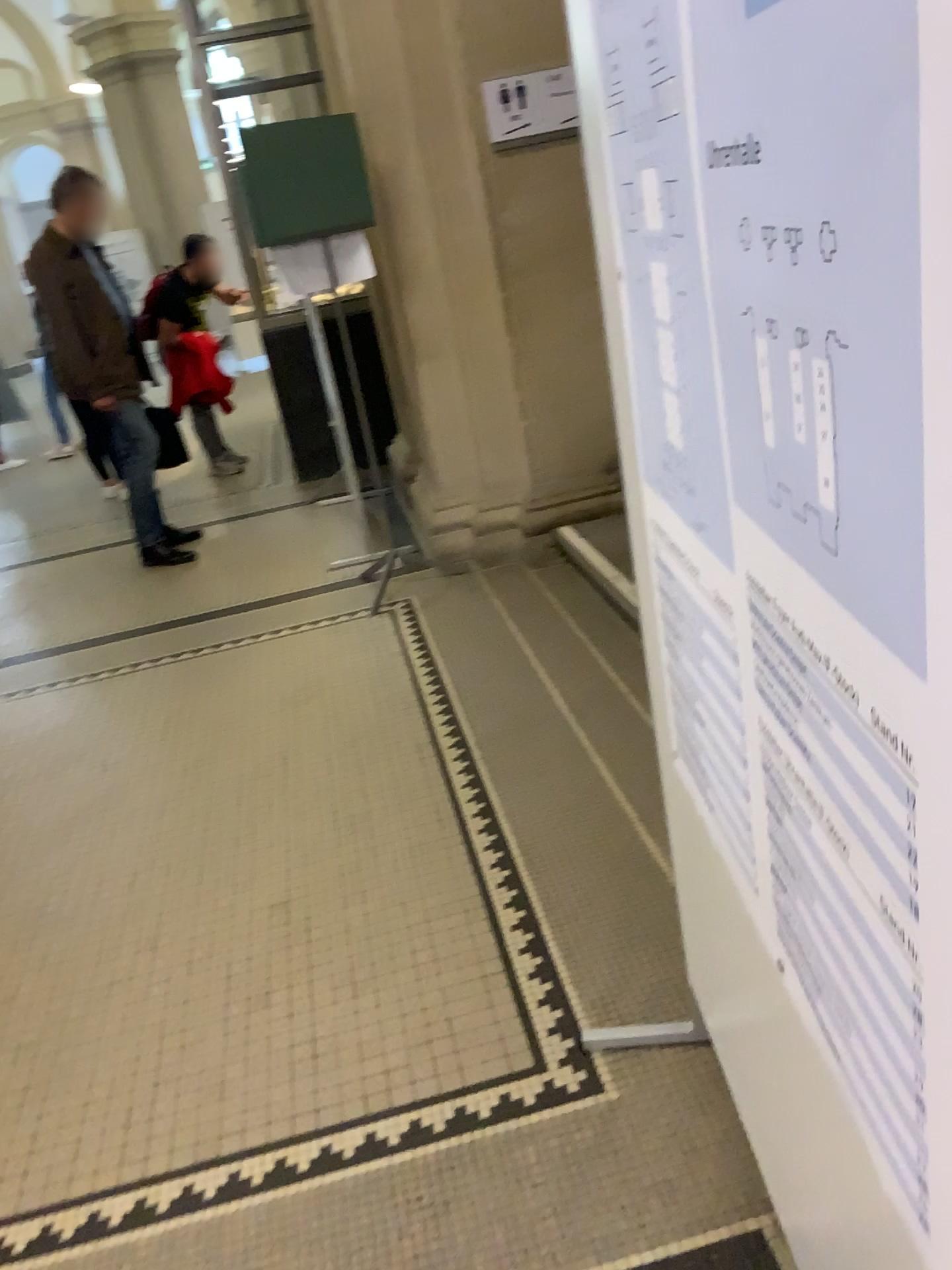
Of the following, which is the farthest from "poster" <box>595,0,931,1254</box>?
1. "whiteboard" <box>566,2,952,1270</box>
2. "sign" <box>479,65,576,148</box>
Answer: "sign" <box>479,65,576,148</box>

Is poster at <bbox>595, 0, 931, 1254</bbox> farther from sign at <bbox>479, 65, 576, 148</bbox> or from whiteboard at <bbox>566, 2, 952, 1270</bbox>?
sign at <bbox>479, 65, 576, 148</bbox>

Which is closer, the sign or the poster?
the poster

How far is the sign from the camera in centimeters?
382cm

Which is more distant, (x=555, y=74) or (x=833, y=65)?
(x=555, y=74)

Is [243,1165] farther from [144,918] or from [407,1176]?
[144,918]

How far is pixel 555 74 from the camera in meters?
3.8

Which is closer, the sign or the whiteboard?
the whiteboard

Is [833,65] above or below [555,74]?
below
